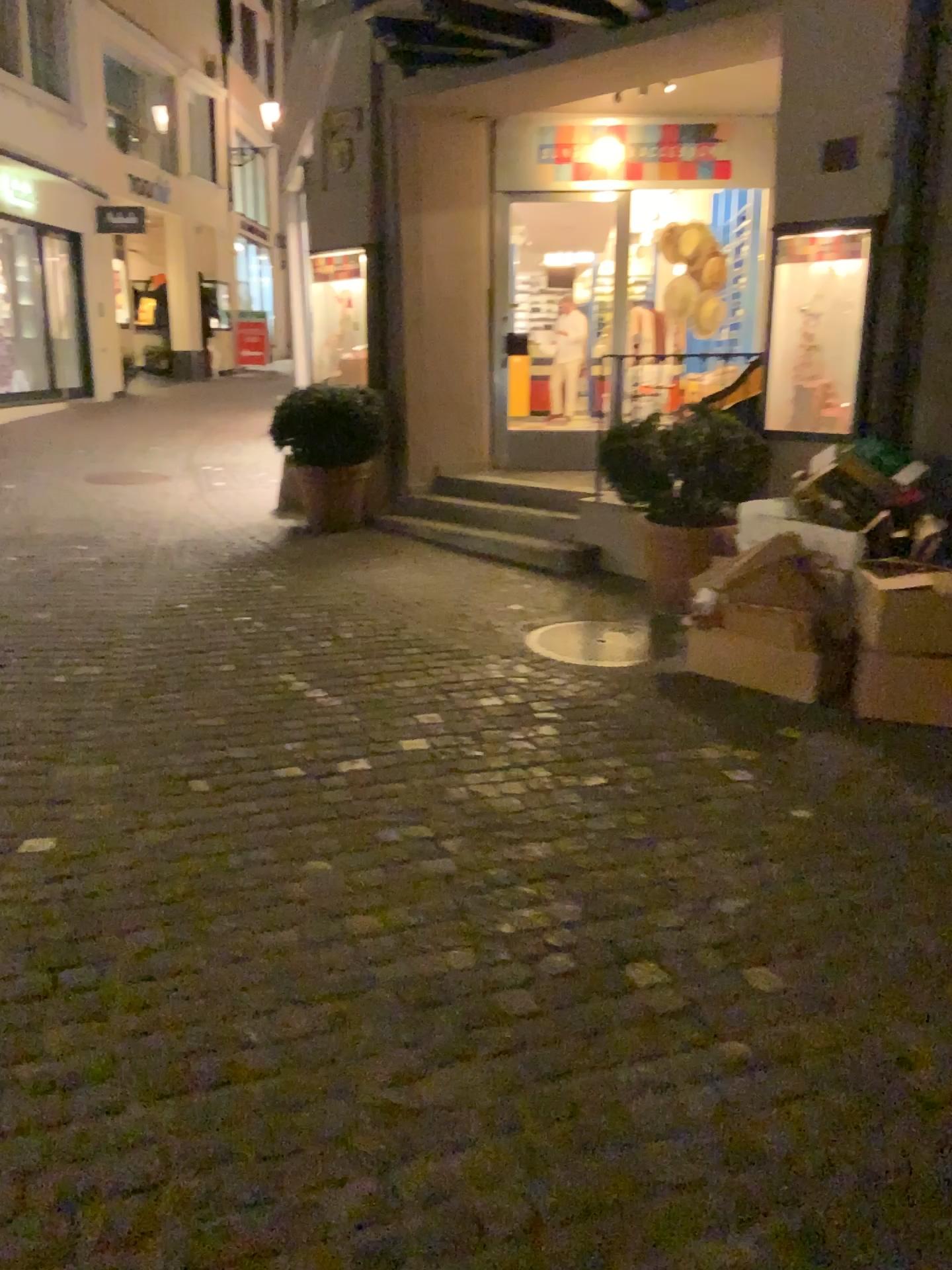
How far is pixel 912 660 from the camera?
3.95m

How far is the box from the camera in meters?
4.0

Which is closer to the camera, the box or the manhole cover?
the box

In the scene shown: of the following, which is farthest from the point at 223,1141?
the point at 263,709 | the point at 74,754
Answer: the point at 263,709

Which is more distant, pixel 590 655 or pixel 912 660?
pixel 590 655
